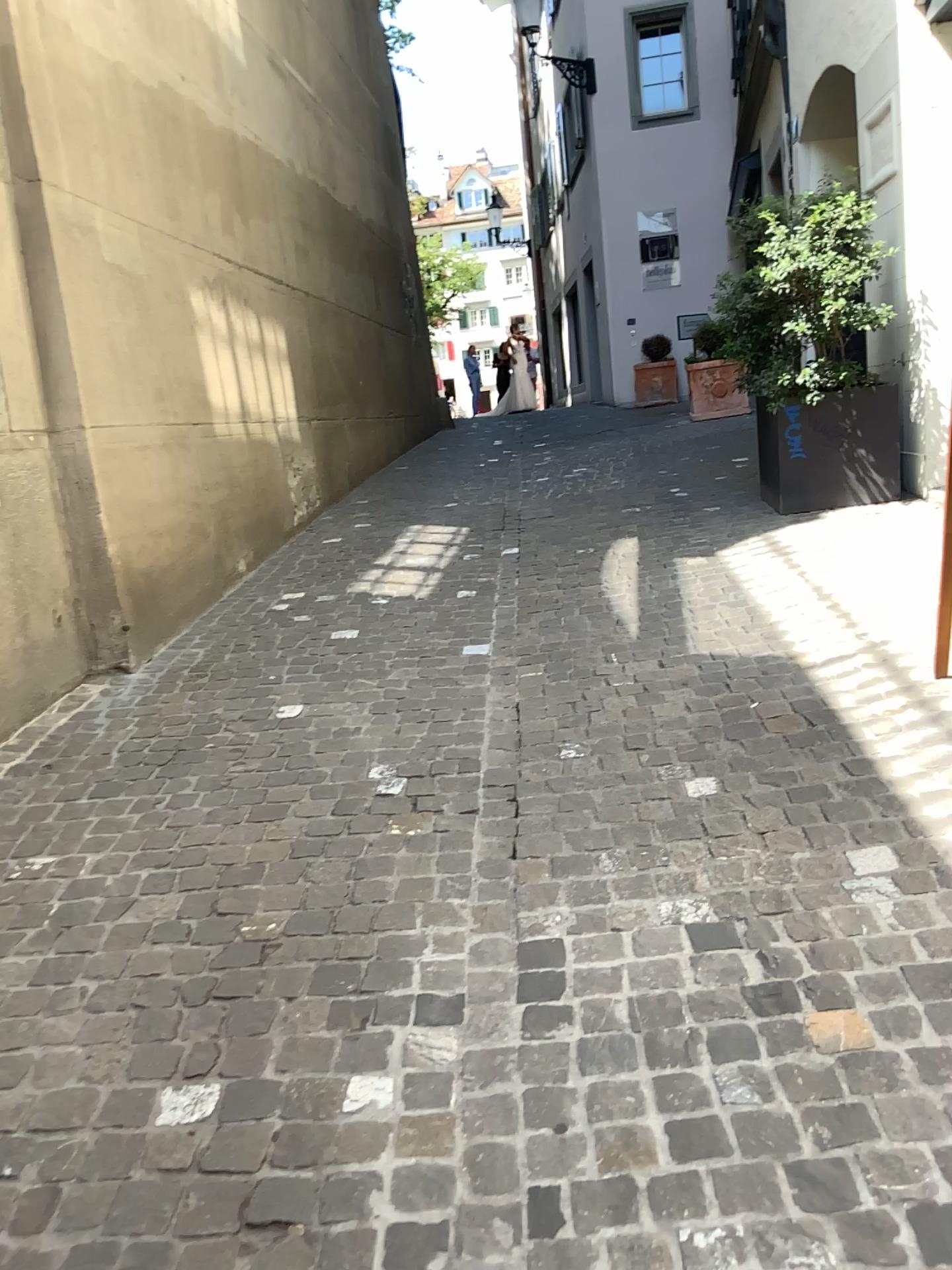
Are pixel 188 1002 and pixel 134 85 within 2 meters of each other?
no
